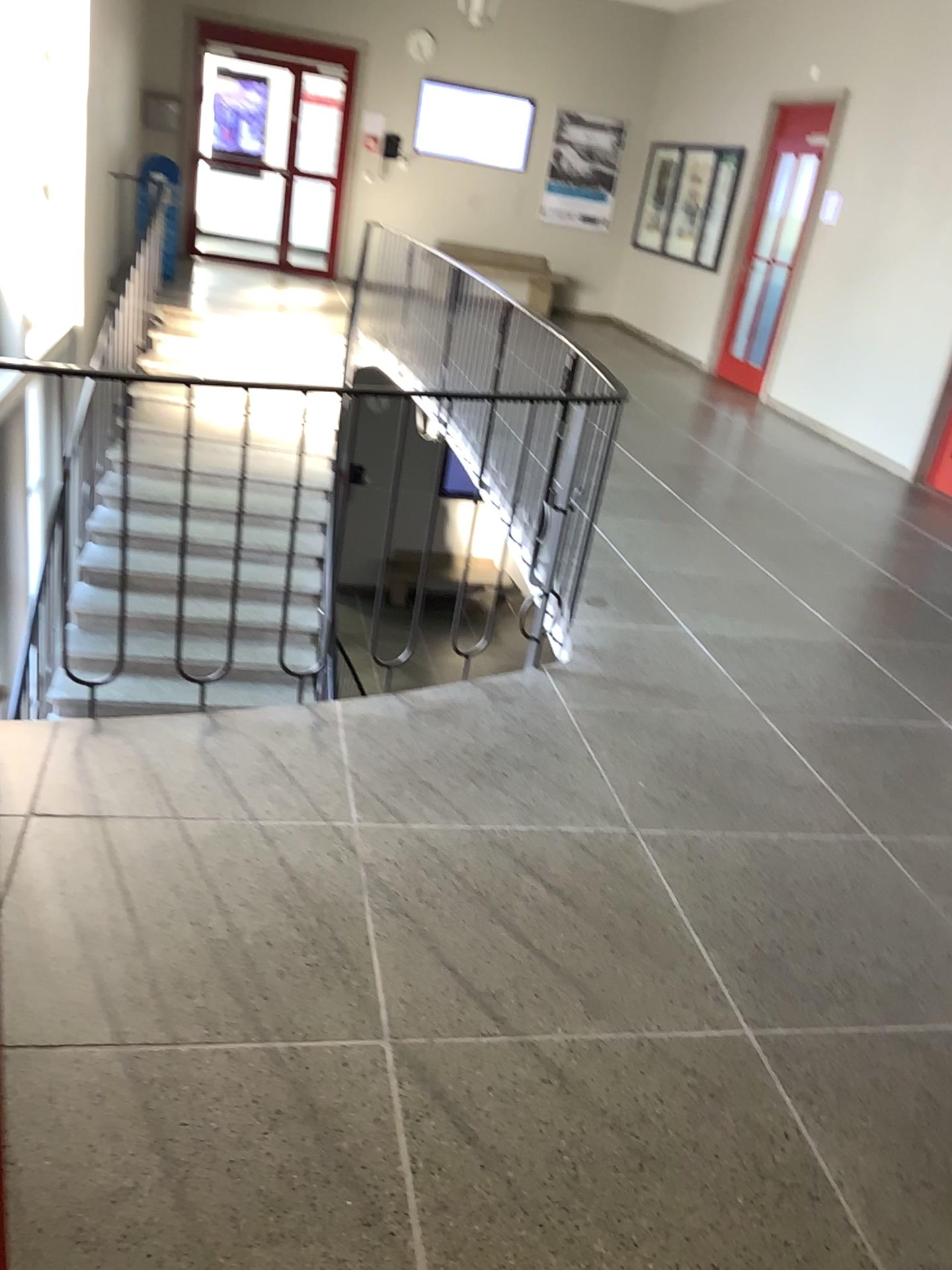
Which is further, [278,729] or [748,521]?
[748,521]
